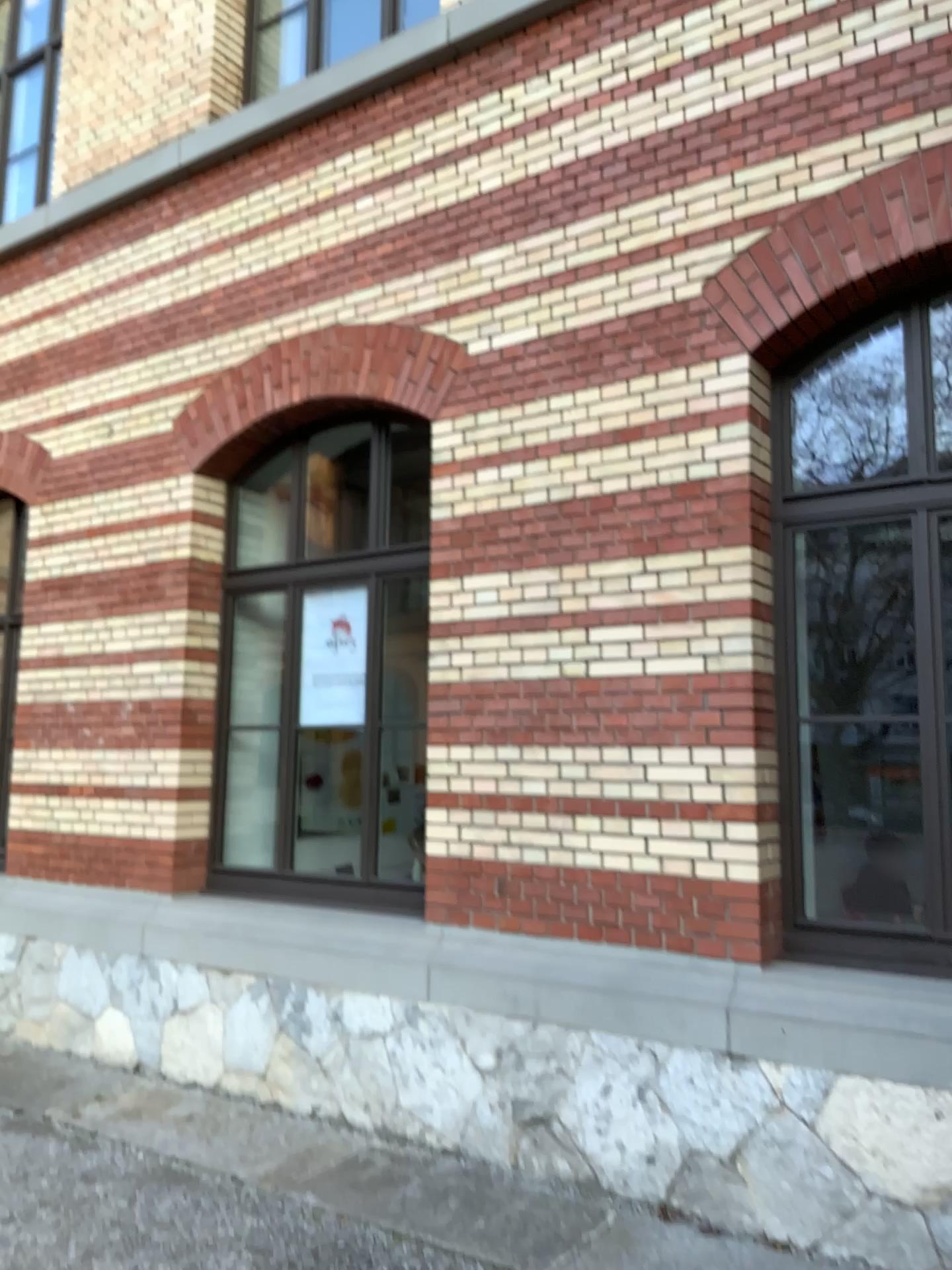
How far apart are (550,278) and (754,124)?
1.03m
